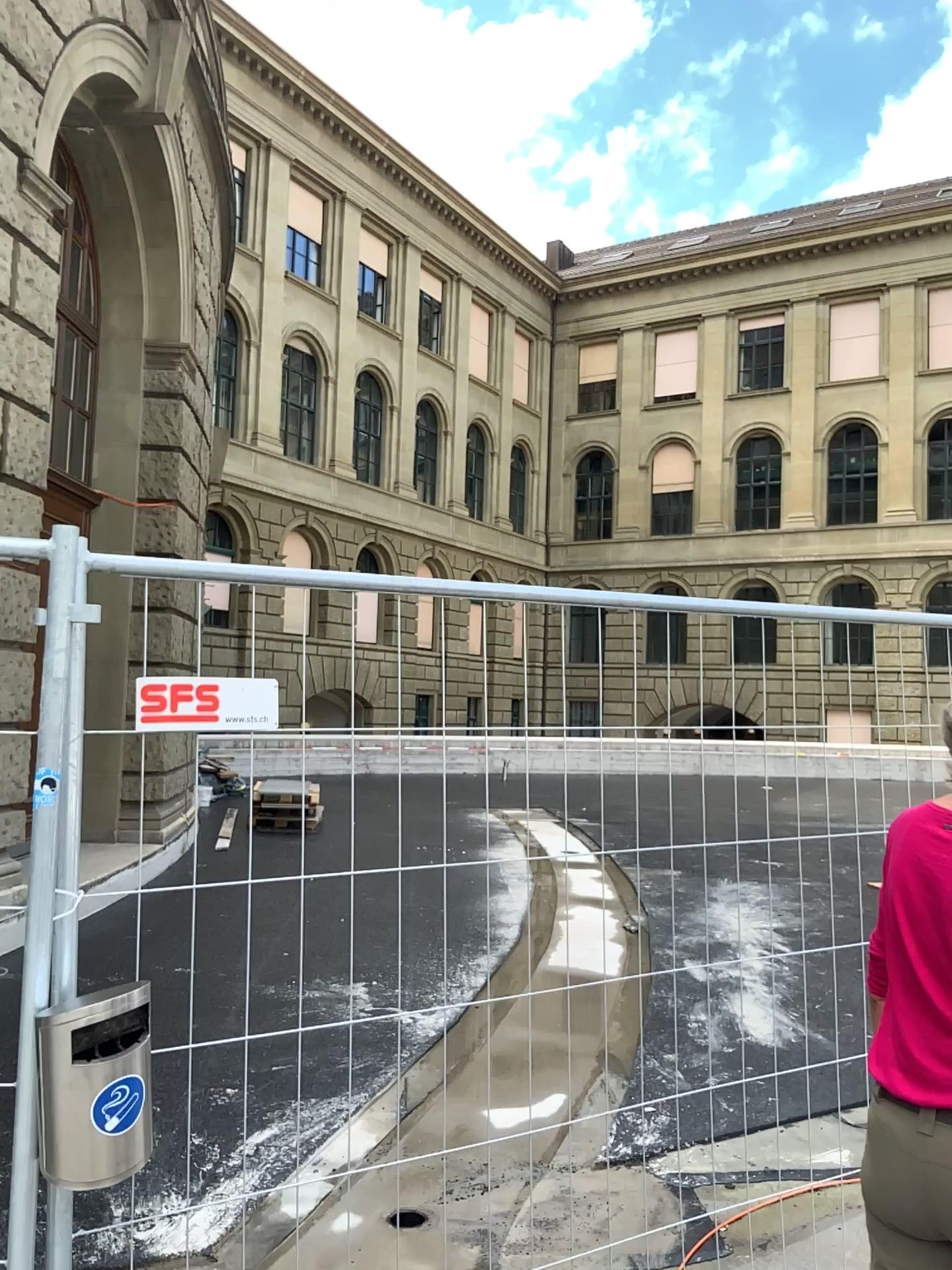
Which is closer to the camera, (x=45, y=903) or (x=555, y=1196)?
(x=45, y=903)

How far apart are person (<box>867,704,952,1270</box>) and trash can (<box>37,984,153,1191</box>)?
1.2m

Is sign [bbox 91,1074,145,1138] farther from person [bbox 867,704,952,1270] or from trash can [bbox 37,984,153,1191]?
person [bbox 867,704,952,1270]

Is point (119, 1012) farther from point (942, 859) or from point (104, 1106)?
point (942, 859)

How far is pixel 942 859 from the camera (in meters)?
1.71

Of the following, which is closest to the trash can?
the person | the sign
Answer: the sign

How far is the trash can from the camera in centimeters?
169cm

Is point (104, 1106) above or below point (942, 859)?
below
